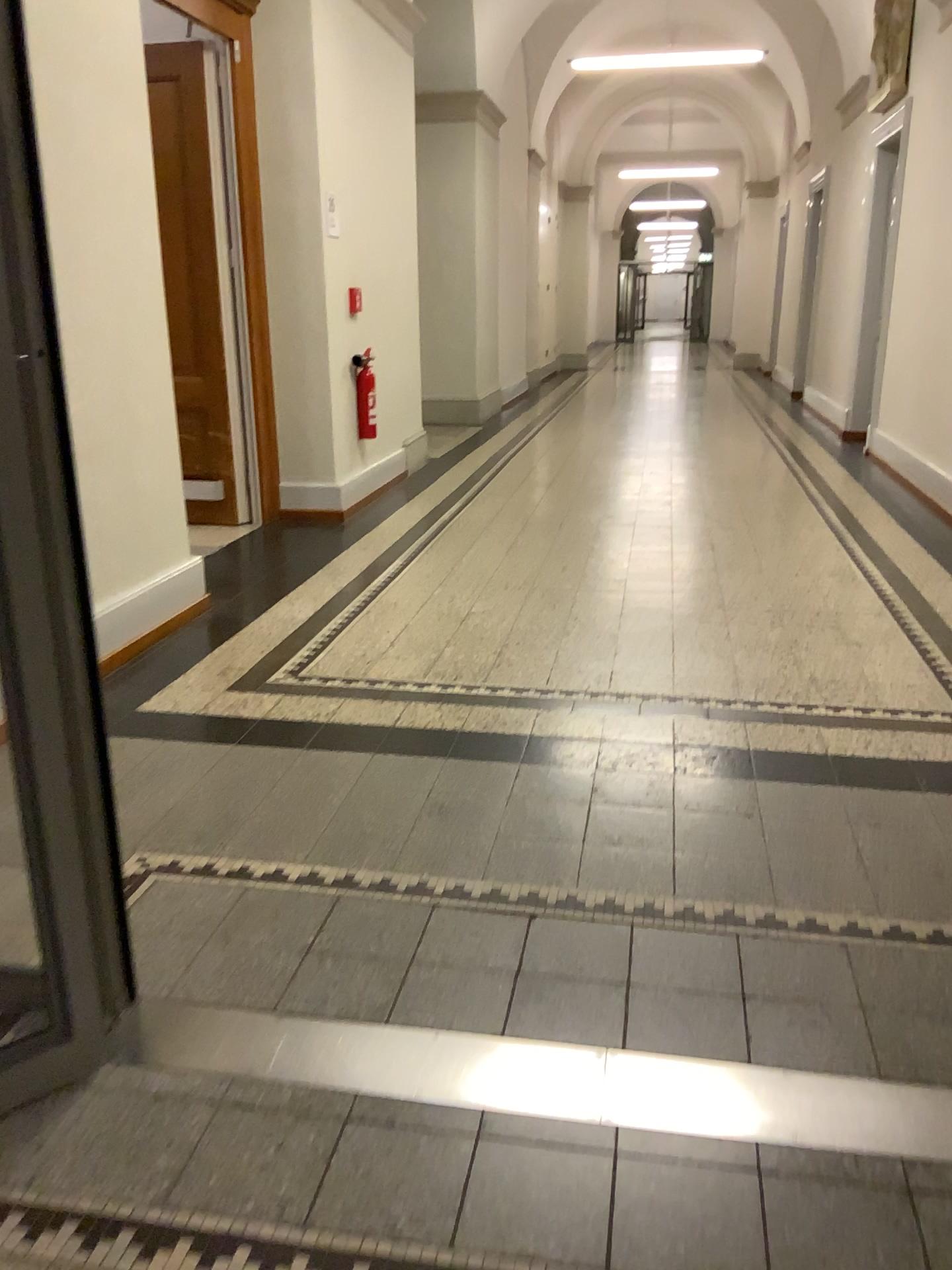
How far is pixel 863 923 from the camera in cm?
204

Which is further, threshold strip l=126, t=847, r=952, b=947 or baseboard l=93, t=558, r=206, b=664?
baseboard l=93, t=558, r=206, b=664

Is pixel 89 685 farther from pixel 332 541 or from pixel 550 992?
pixel 332 541

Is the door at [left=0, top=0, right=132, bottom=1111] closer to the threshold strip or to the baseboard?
the threshold strip

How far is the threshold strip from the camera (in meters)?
2.04

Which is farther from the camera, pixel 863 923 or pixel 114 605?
pixel 114 605

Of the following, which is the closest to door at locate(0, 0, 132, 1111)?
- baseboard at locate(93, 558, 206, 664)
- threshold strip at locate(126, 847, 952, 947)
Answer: threshold strip at locate(126, 847, 952, 947)

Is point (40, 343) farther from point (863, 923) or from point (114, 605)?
point (114, 605)

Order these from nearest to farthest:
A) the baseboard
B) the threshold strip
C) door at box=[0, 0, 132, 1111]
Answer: door at box=[0, 0, 132, 1111]
the threshold strip
the baseboard

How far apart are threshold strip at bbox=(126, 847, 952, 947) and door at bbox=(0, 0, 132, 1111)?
0.3 meters
